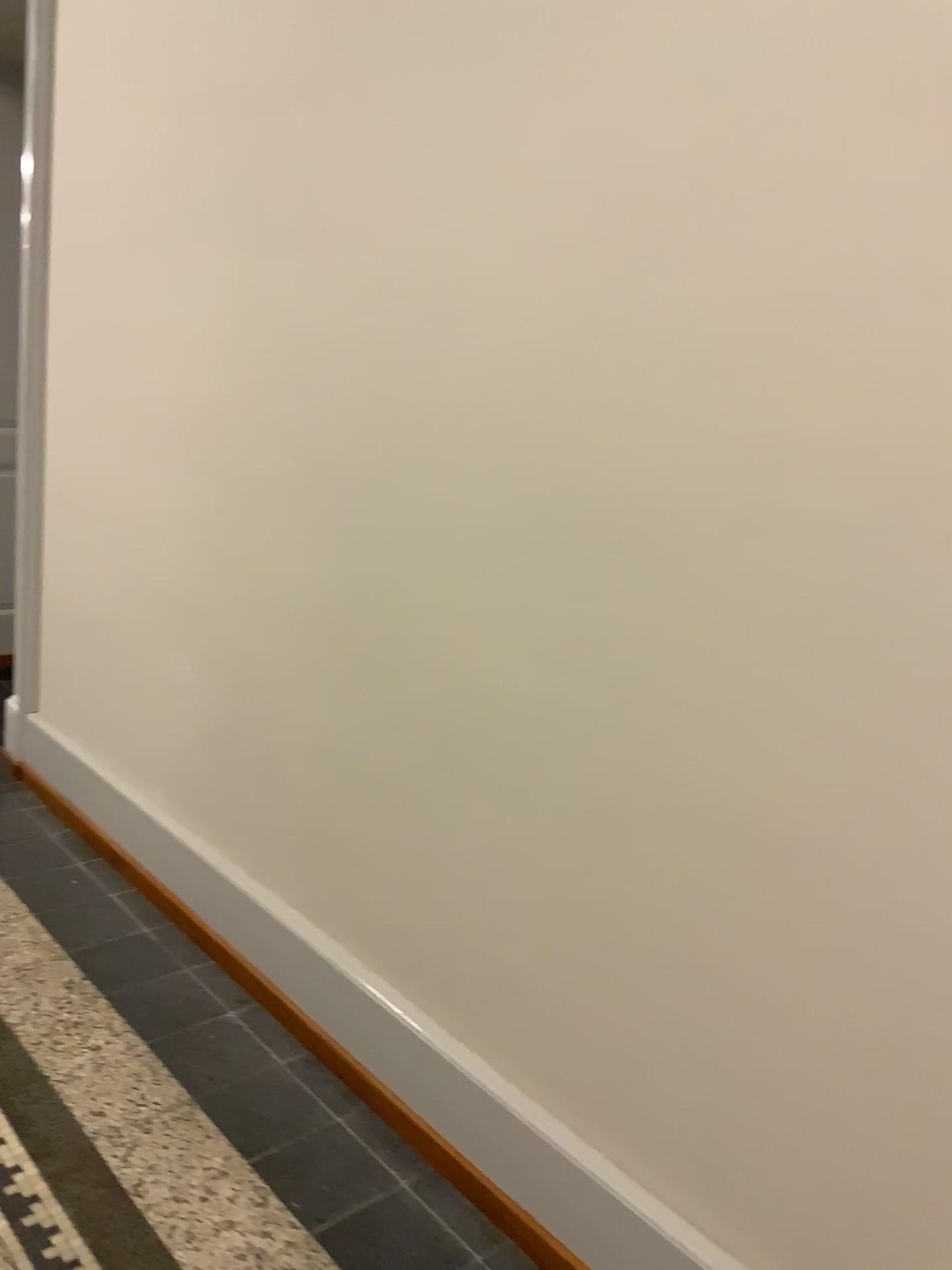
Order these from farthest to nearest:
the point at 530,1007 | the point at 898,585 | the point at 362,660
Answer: the point at 362,660, the point at 530,1007, the point at 898,585
